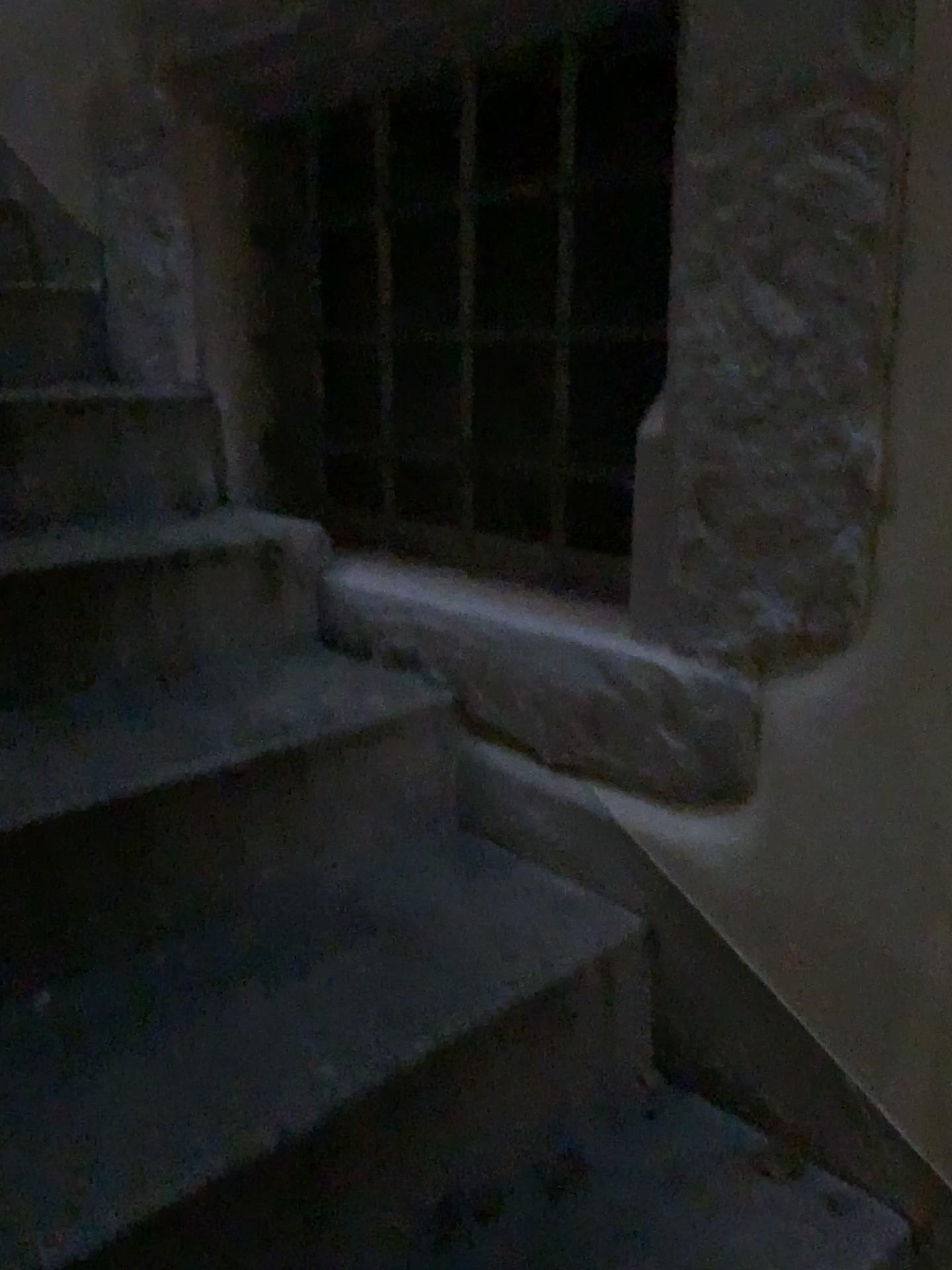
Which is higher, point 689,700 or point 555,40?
point 555,40

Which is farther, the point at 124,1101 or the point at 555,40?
the point at 555,40

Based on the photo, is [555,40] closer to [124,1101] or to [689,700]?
[689,700]

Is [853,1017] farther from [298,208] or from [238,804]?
[298,208]

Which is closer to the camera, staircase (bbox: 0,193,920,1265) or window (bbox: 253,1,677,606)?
staircase (bbox: 0,193,920,1265)

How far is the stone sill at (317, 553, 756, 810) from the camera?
1.1 meters
